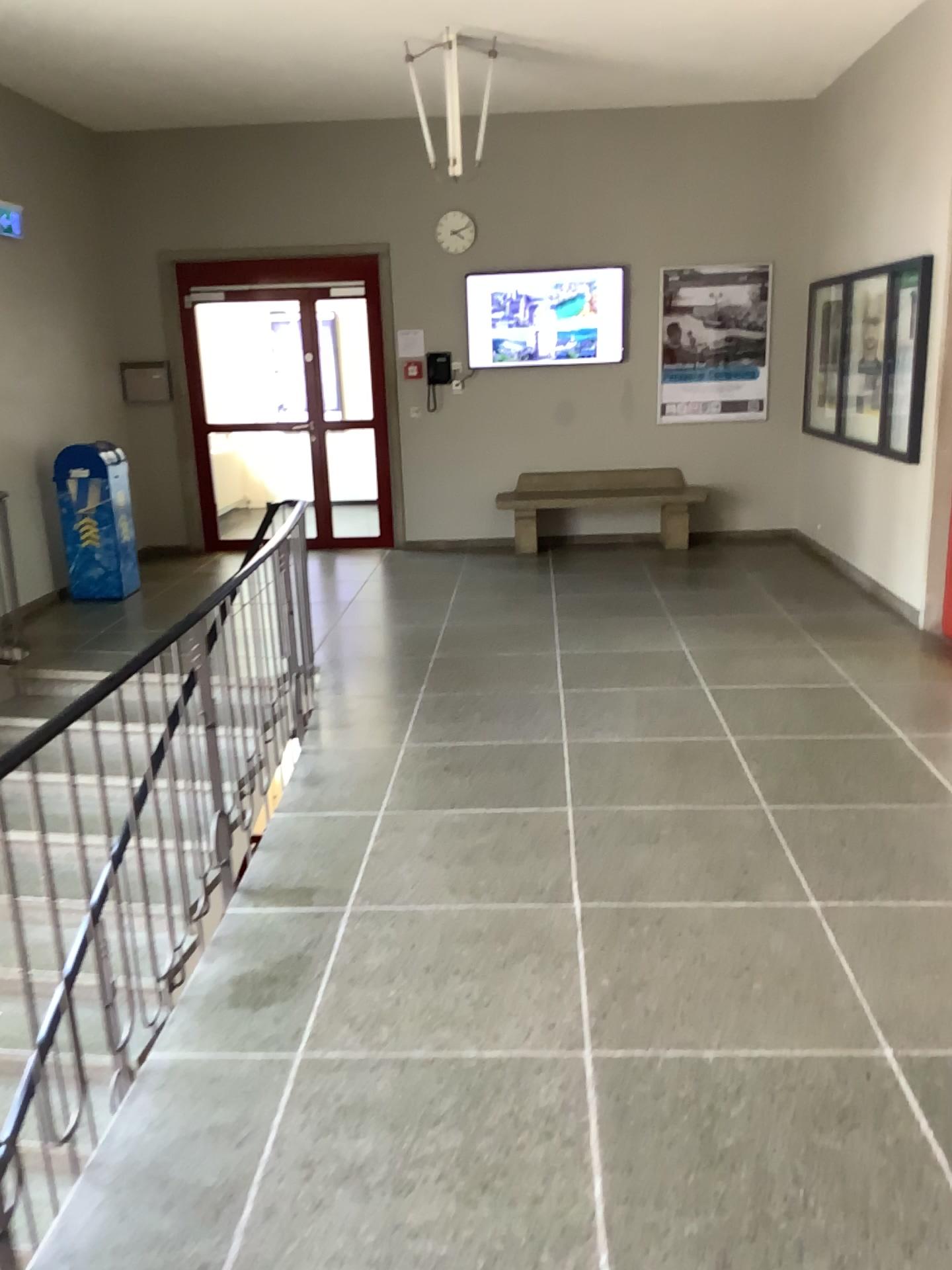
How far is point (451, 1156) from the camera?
2.2m
